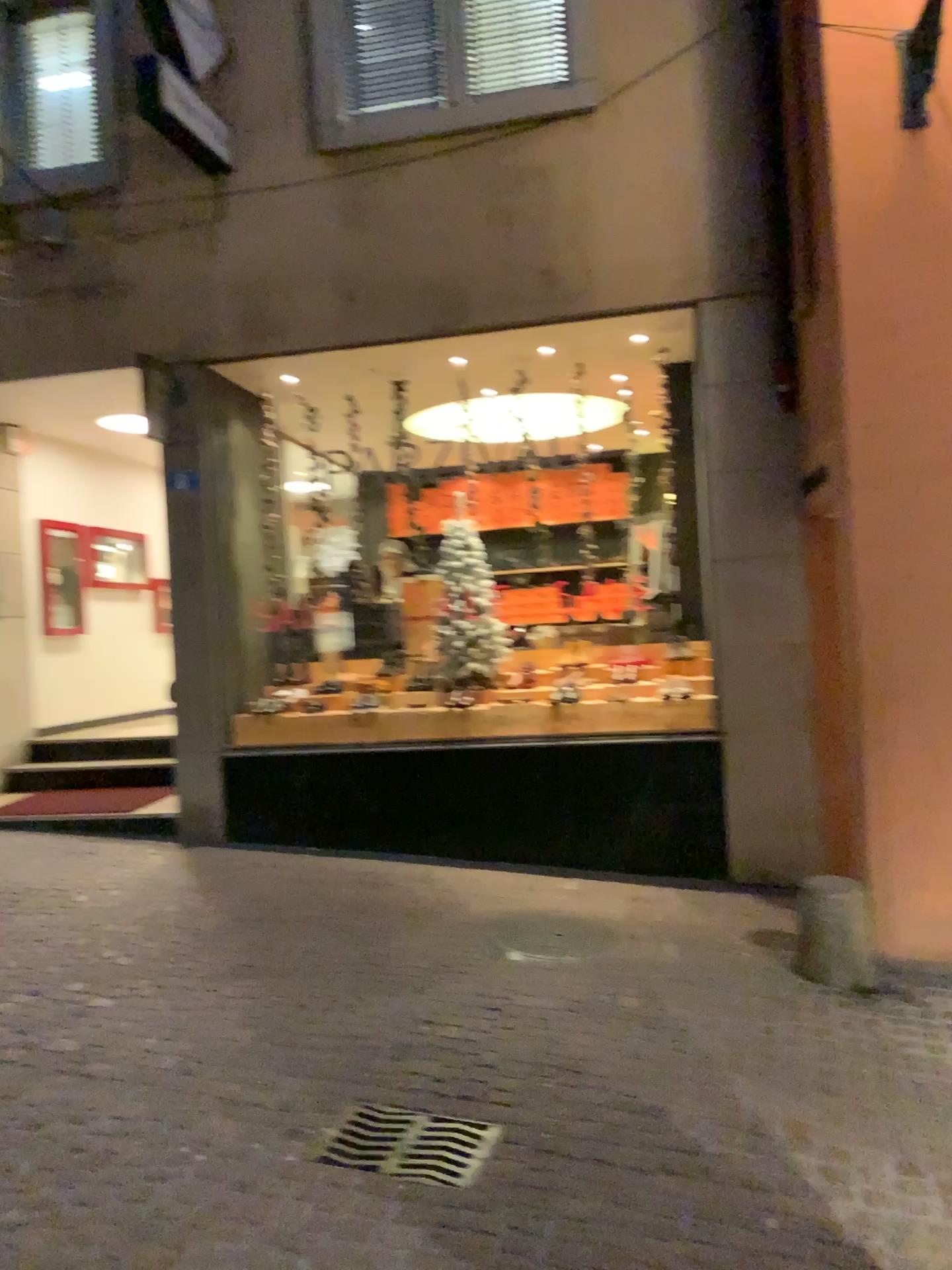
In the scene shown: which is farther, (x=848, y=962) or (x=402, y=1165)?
(x=848, y=962)

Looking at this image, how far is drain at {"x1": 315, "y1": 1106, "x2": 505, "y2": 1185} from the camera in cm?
297

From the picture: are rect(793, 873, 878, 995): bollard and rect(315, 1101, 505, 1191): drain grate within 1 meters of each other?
no

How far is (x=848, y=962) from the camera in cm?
438

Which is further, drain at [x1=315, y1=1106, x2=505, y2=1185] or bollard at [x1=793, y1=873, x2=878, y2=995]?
bollard at [x1=793, y1=873, x2=878, y2=995]

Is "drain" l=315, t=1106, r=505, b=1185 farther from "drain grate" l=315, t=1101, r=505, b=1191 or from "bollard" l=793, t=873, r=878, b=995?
"bollard" l=793, t=873, r=878, b=995

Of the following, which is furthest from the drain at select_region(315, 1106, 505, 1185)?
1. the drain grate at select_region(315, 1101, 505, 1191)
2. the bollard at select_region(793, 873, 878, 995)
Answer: the bollard at select_region(793, 873, 878, 995)

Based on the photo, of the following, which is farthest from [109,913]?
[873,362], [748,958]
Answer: [873,362]

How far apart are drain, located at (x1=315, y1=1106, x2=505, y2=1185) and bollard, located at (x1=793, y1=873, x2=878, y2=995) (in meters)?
1.86

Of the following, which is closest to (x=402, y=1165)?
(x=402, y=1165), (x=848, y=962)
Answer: (x=402, y=1165)
